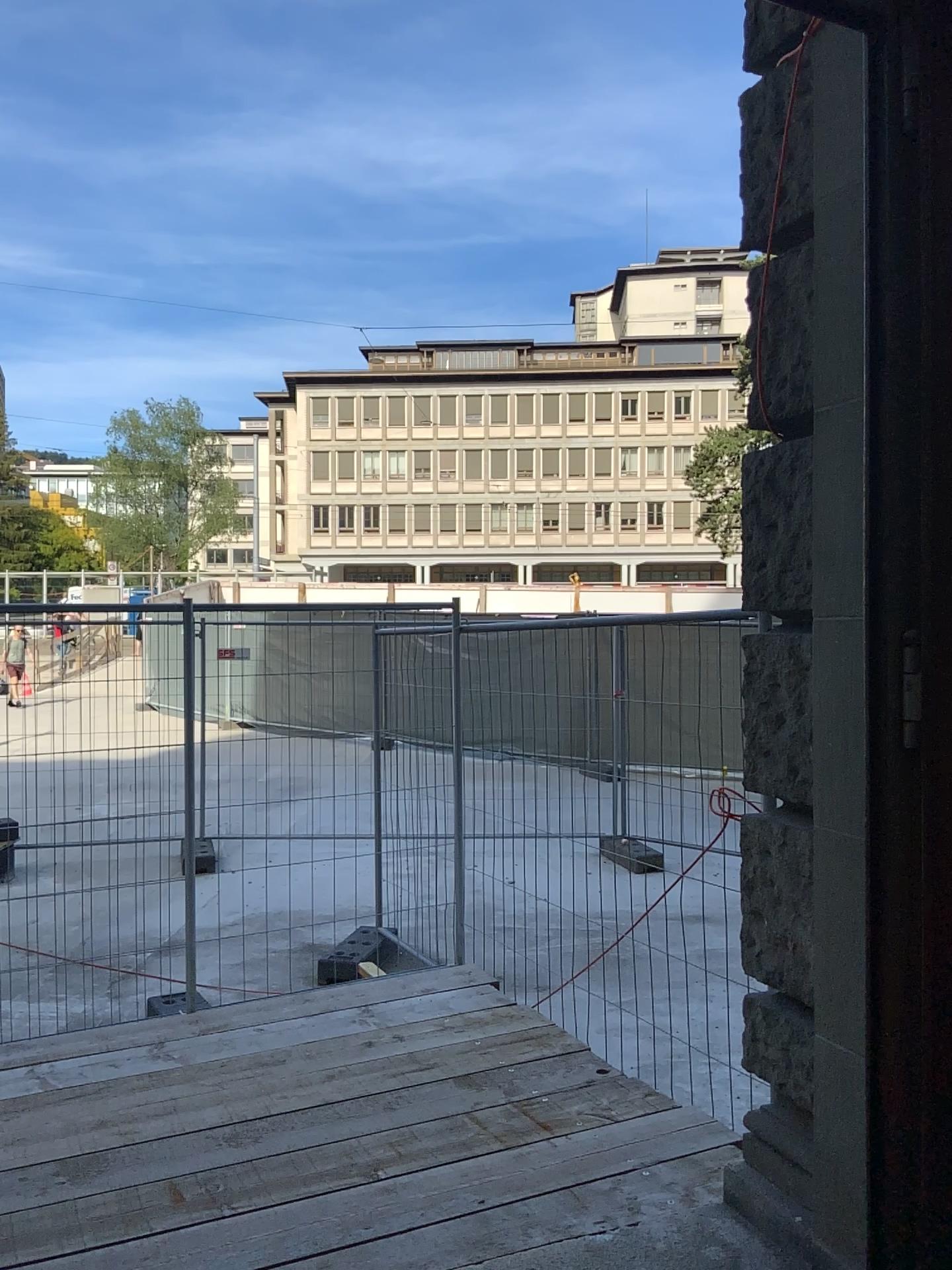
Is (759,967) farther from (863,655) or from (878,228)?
(878,228)

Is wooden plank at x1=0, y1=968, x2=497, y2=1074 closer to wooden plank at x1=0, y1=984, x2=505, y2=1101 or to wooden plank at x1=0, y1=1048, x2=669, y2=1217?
wooden plank at x1=0, y1=984, x2=505, y2=1101

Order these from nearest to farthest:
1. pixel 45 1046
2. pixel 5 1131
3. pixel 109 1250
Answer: pixel 109 1250 < pixel 5 1131 < pixel 45 1046

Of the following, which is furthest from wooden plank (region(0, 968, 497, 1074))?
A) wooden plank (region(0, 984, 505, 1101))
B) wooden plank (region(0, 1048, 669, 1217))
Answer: wooden plank (region(0, 1048, 669, 1217))

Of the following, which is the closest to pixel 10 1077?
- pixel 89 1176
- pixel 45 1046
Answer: pixel 45 1046

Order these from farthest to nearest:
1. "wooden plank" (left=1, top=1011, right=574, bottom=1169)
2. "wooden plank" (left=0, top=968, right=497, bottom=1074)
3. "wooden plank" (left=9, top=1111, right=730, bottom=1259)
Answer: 1. "wooden plank" (left=0, top=968, right=497, bottom=1074)
2. "wooden plank" (left=1, top=1011, right=574, bottom=1169)
3. "wooden plank" (left=9, top=1111, right=730, bottom=1259)

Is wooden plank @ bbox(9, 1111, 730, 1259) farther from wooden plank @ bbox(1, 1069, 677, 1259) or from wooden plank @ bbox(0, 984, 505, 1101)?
wooden plank @ bbox(0, 984, 505, 1101)

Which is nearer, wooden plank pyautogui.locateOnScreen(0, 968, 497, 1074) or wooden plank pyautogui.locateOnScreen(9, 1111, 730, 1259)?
wooden plank pyautogui.locateOnScreen(9, 1111, 730, 1259)

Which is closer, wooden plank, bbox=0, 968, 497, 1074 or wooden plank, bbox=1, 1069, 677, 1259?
wooden plank, bbox=1, 1069, 677, 1259

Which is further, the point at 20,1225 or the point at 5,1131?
the point at 5,1131
